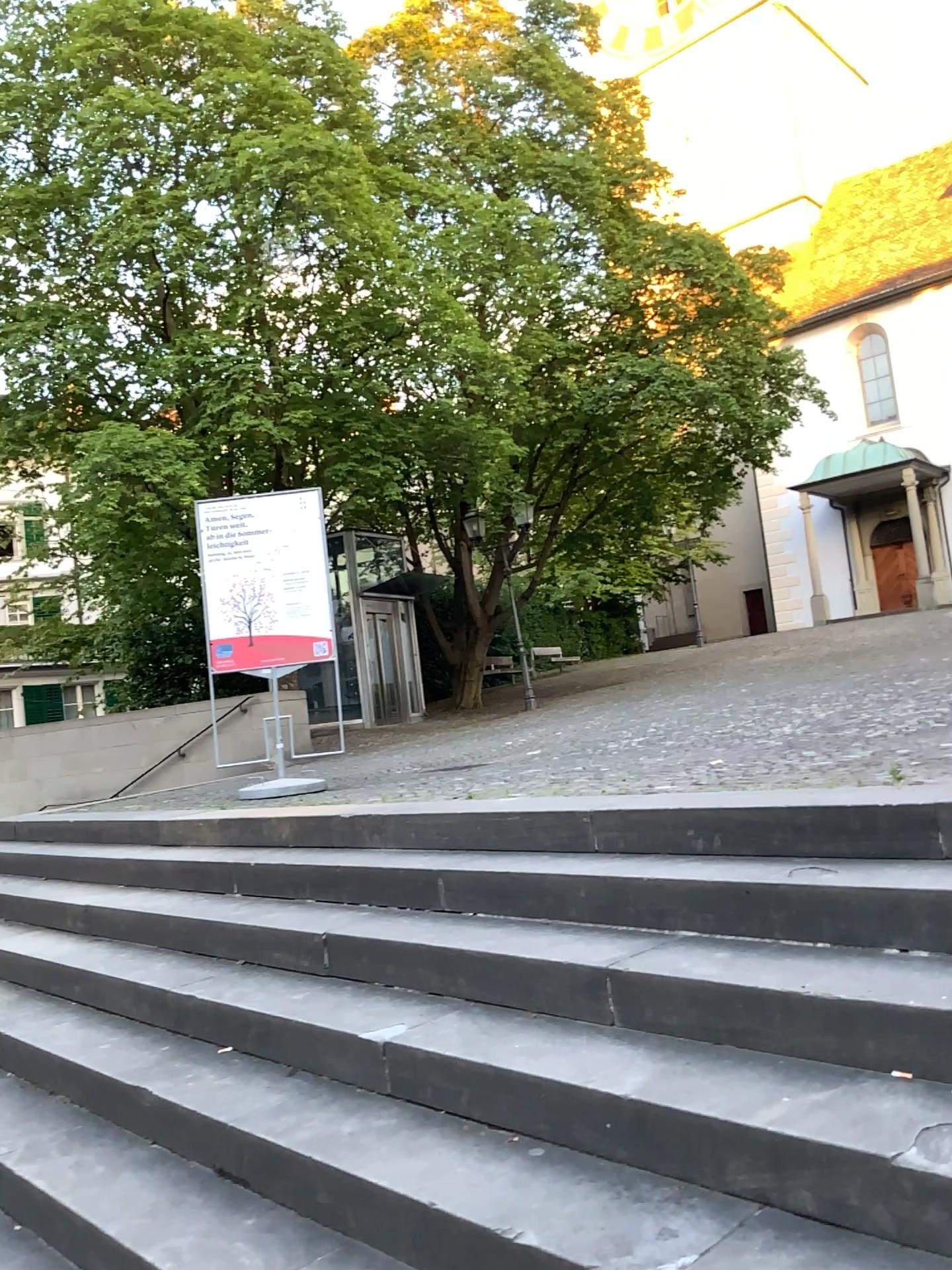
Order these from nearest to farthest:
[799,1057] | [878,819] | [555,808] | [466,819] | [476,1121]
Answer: [799,1057] < [476,1121] < [878,819] < [555,808] < [466,819]
